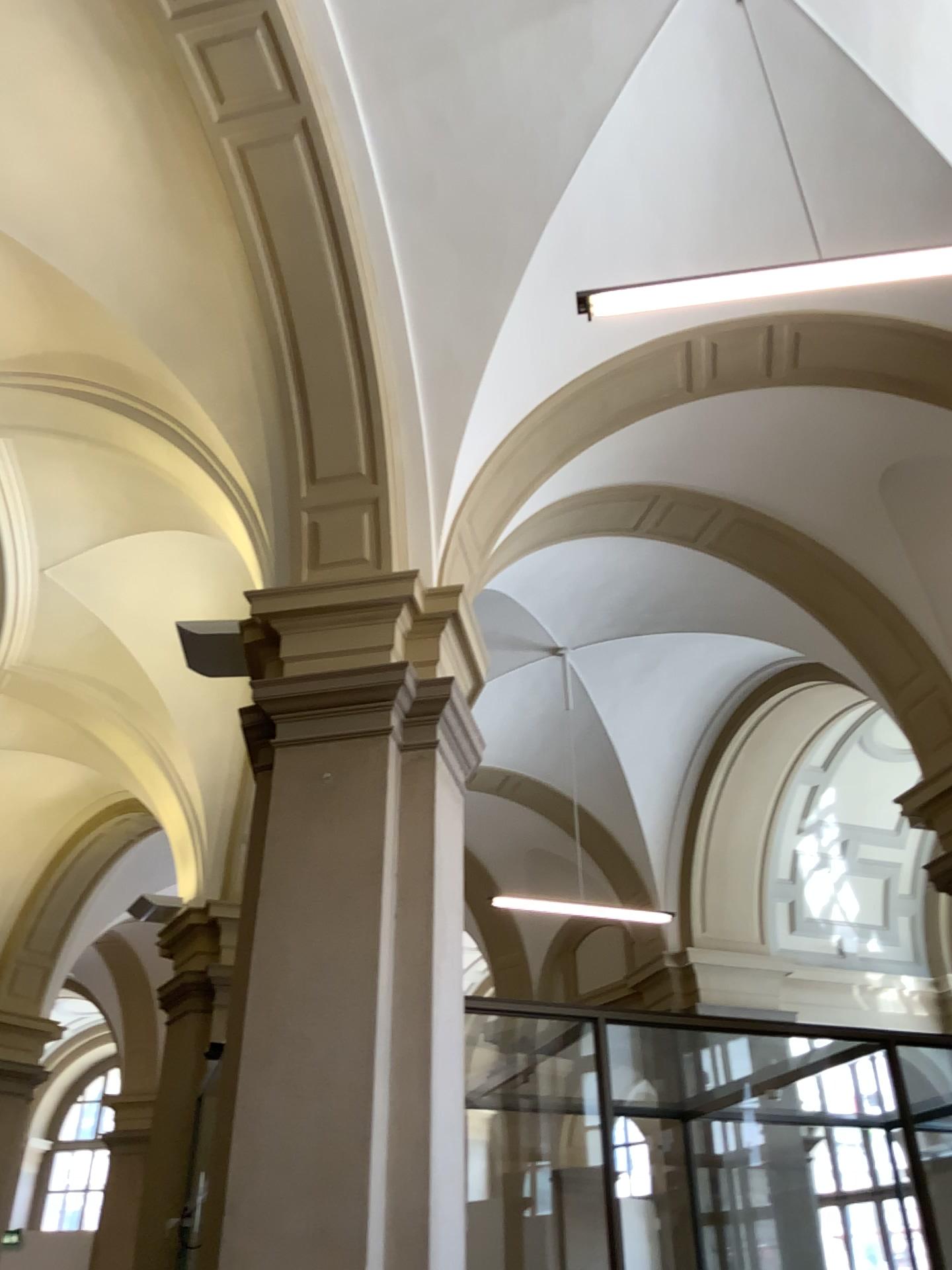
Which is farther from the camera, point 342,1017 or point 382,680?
point 382,680
